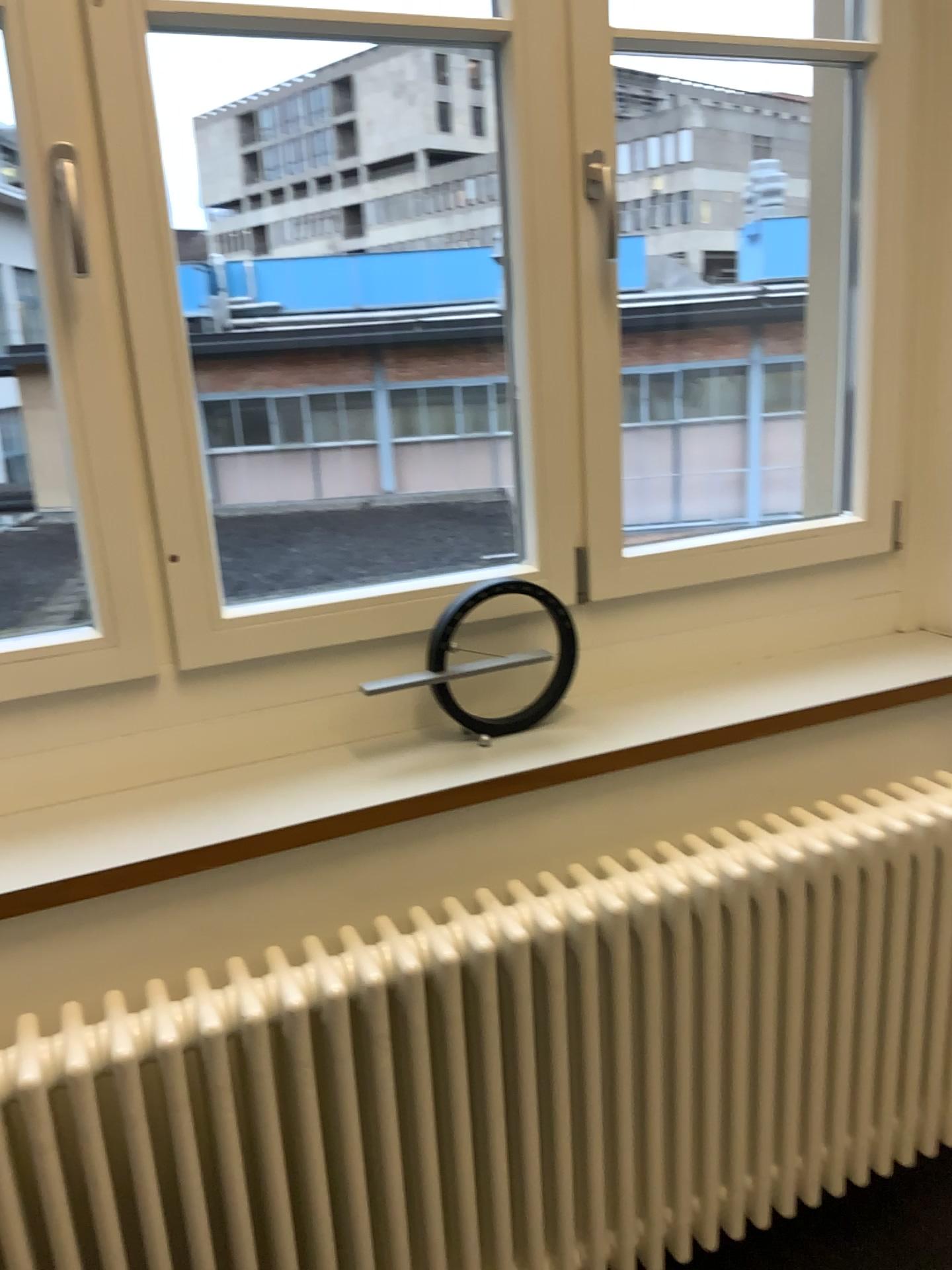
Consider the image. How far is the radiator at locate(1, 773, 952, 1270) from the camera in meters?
1.2 m

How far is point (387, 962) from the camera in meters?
1.2 m

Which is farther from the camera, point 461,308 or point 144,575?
point 461,308

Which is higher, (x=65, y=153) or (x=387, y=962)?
(x=65, y=153)

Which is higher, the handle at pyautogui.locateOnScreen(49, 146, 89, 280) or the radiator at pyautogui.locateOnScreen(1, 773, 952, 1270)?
the handle at pyautogui.locateOnScreen(49, 146, 89, 280)
